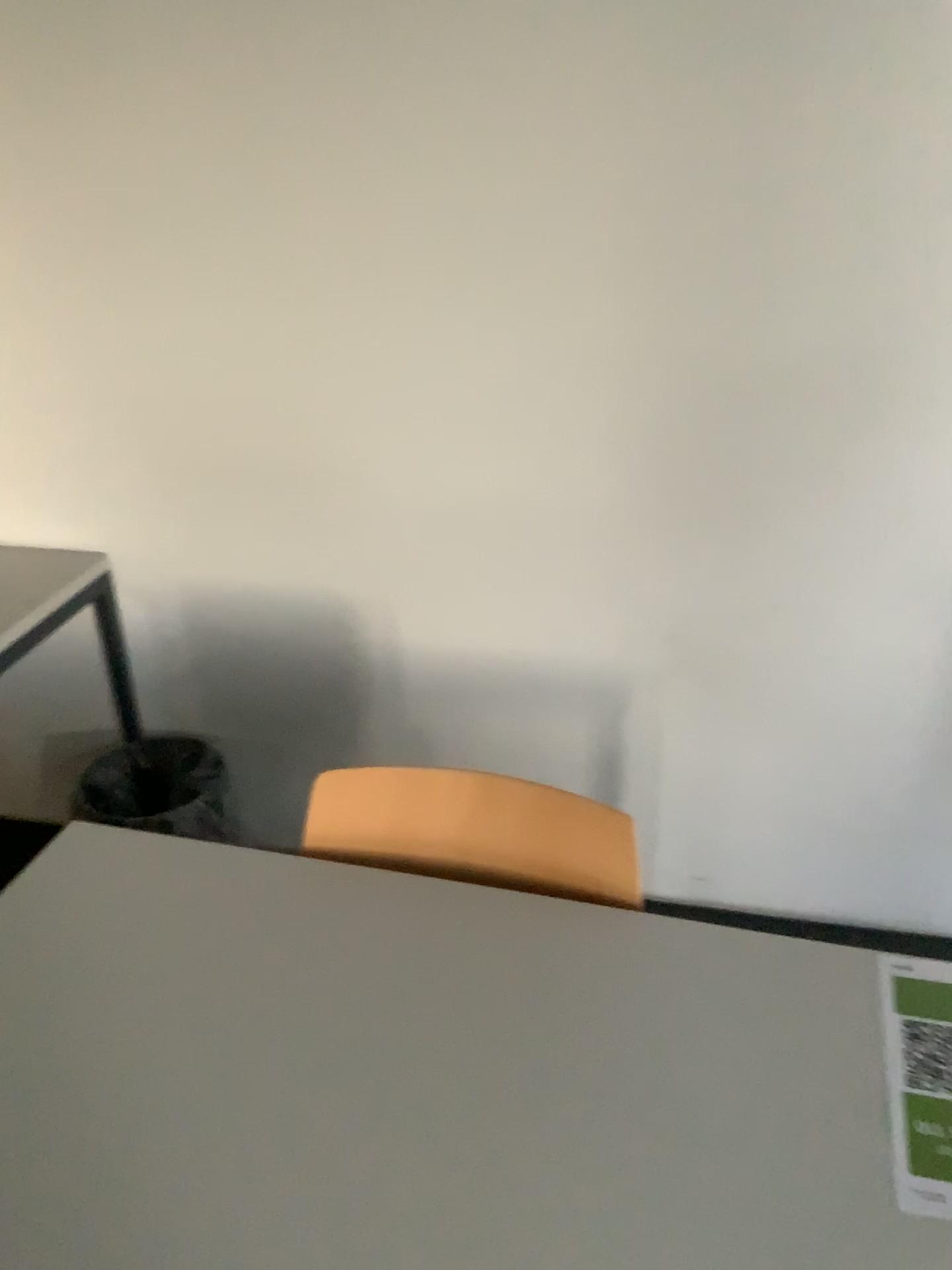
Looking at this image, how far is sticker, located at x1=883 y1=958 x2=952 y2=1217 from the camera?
0.9 meters

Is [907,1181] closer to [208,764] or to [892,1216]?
[892,1216]

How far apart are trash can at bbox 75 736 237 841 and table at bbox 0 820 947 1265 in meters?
1.0 m

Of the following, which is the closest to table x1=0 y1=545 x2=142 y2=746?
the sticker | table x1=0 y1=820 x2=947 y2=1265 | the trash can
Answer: the trash can

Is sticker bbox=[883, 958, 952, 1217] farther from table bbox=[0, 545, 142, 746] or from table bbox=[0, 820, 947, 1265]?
table bbox=[0, 545, 142, 746]

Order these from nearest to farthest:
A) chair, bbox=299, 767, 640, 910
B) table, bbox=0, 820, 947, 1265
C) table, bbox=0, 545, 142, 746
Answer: table, bbox=0, 820, 947, 1265 → chair, bbox=299, 767, 640, 910 → table, bbox=0, 545, 142, 746

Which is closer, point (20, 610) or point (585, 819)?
point (585, 819)

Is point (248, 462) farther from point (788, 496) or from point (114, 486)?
point (788, 496)

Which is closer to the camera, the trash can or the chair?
the chair

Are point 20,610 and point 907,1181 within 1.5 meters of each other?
no
